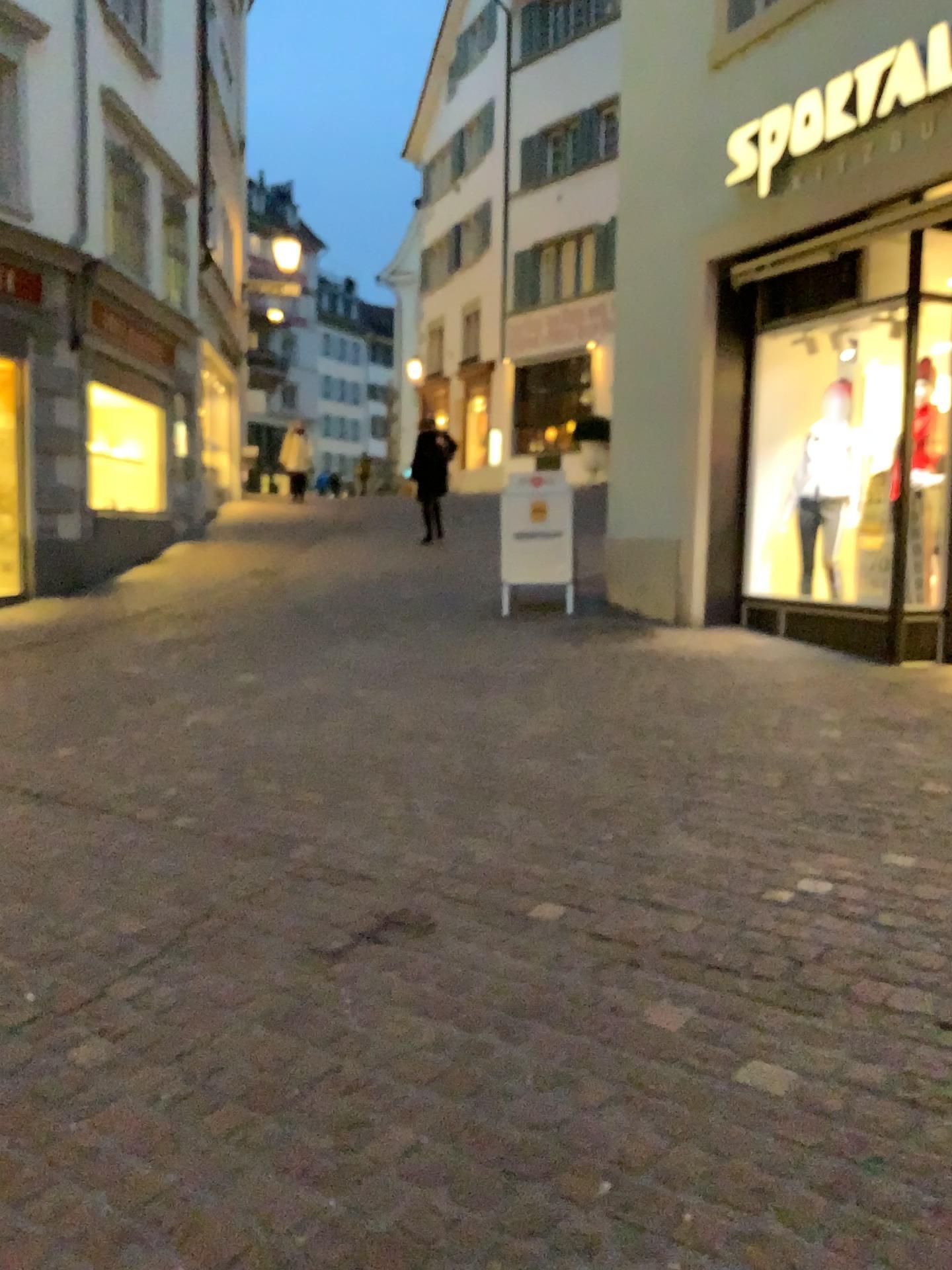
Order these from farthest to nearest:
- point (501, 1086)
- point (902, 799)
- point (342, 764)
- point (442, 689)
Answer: point (442, 689), point (342, 764), point (902, 799), point (501, 1086)
